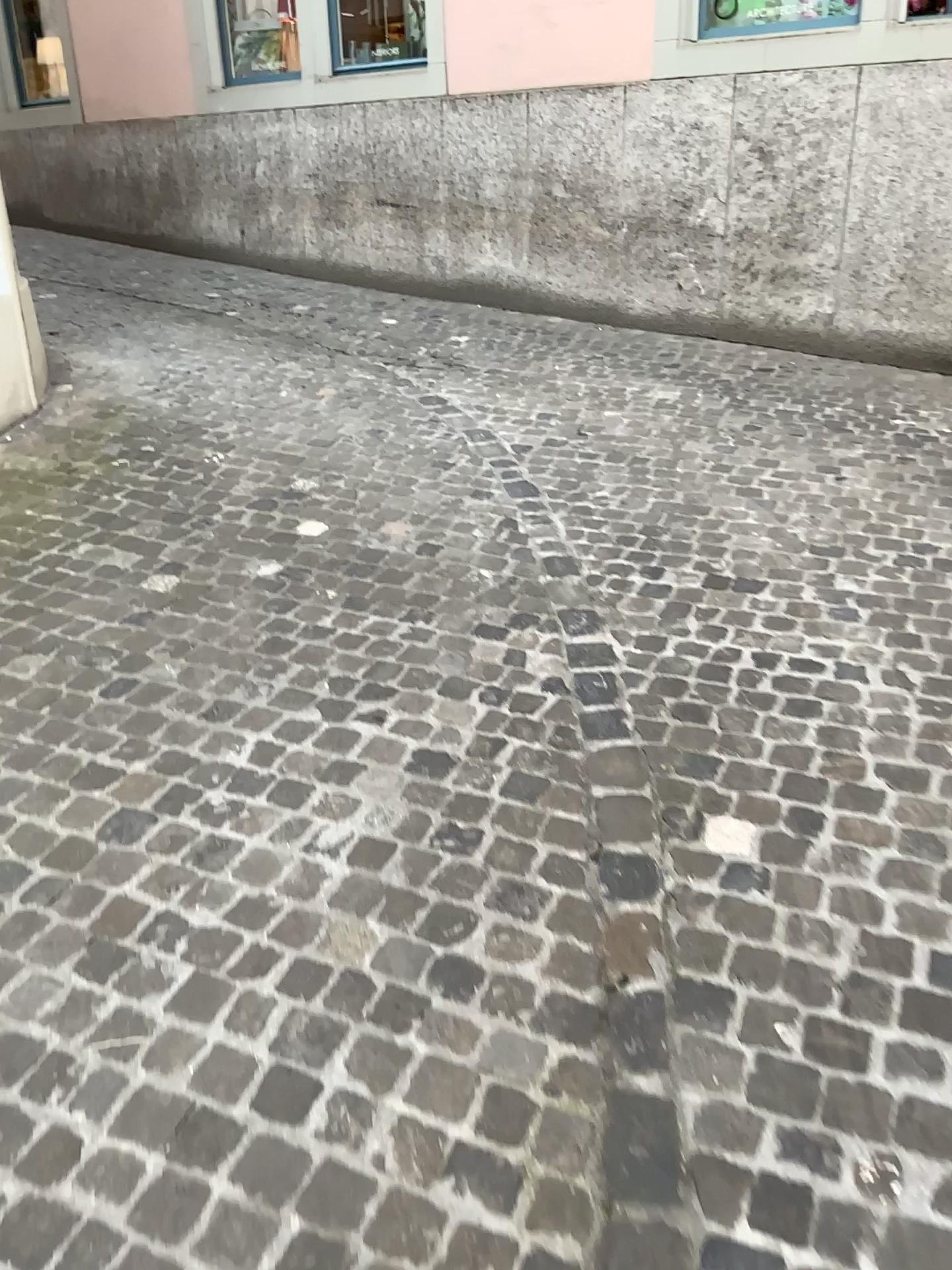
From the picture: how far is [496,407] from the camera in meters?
4.6 m
